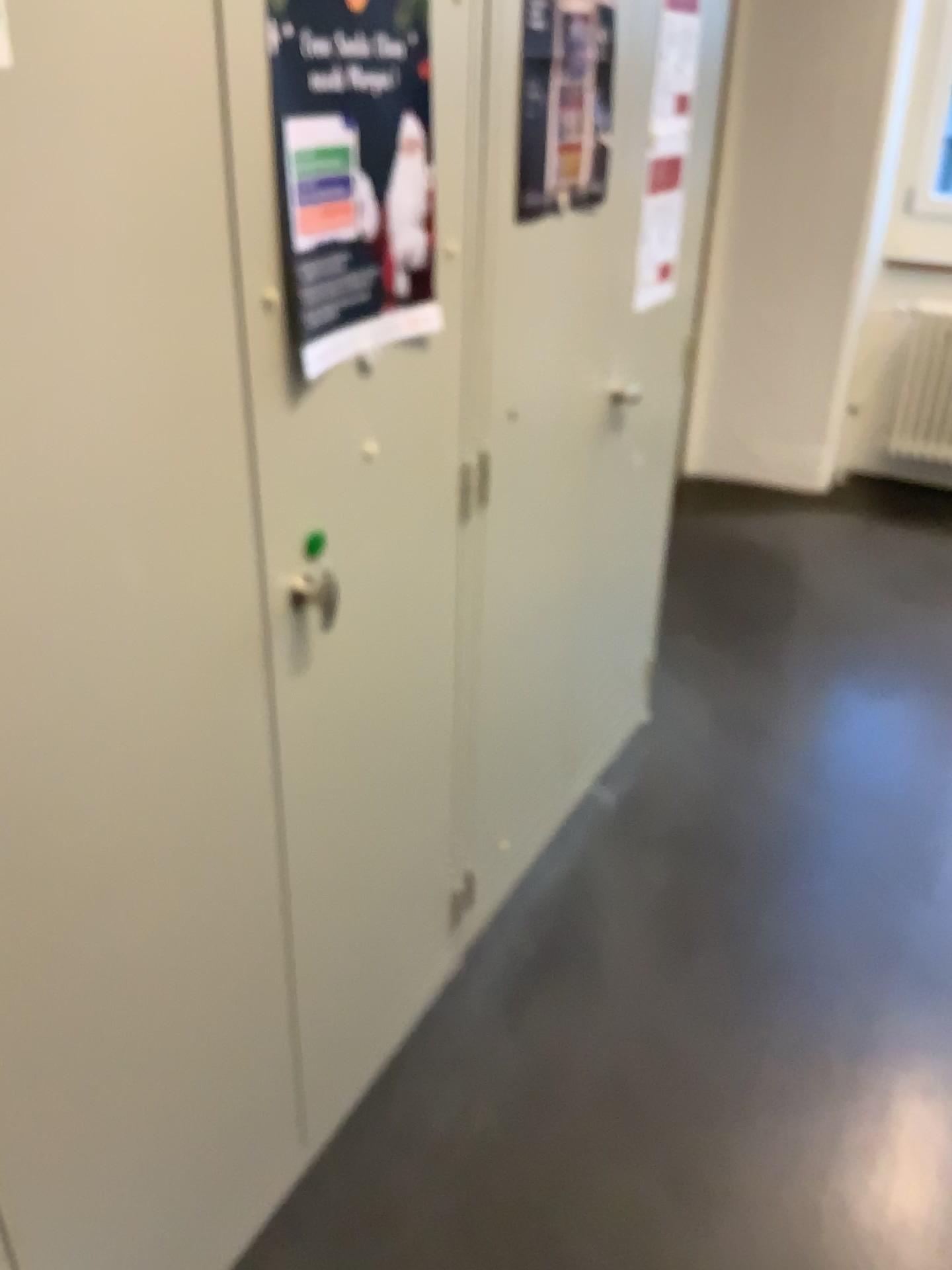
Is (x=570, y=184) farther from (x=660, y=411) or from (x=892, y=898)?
(x=892, y=898)

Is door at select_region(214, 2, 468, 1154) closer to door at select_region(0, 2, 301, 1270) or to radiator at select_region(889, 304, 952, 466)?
door at select_region(0, 2, 301, 1270)

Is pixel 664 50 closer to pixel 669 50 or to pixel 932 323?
pixel 669 50

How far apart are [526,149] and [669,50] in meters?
0.6 m

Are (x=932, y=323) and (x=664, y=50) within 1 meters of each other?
no

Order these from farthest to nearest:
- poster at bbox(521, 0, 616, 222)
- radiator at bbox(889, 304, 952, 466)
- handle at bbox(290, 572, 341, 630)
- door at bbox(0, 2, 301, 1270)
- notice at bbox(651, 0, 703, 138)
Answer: radiator at bbox(889, 304, 952, 466), notice at bbox(651, 0, 703, 138), poster at bbox(521, 0, 616, 222), handle at bbox(290, 572, 341, 630), door at bbox(0, 2, 301, 1270)

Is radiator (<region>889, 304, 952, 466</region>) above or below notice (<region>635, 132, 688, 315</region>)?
below

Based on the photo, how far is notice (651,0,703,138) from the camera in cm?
194

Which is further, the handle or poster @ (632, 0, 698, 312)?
poster @ (632, 0, 698, 312)

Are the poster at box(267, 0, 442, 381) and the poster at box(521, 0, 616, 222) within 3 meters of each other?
yes
